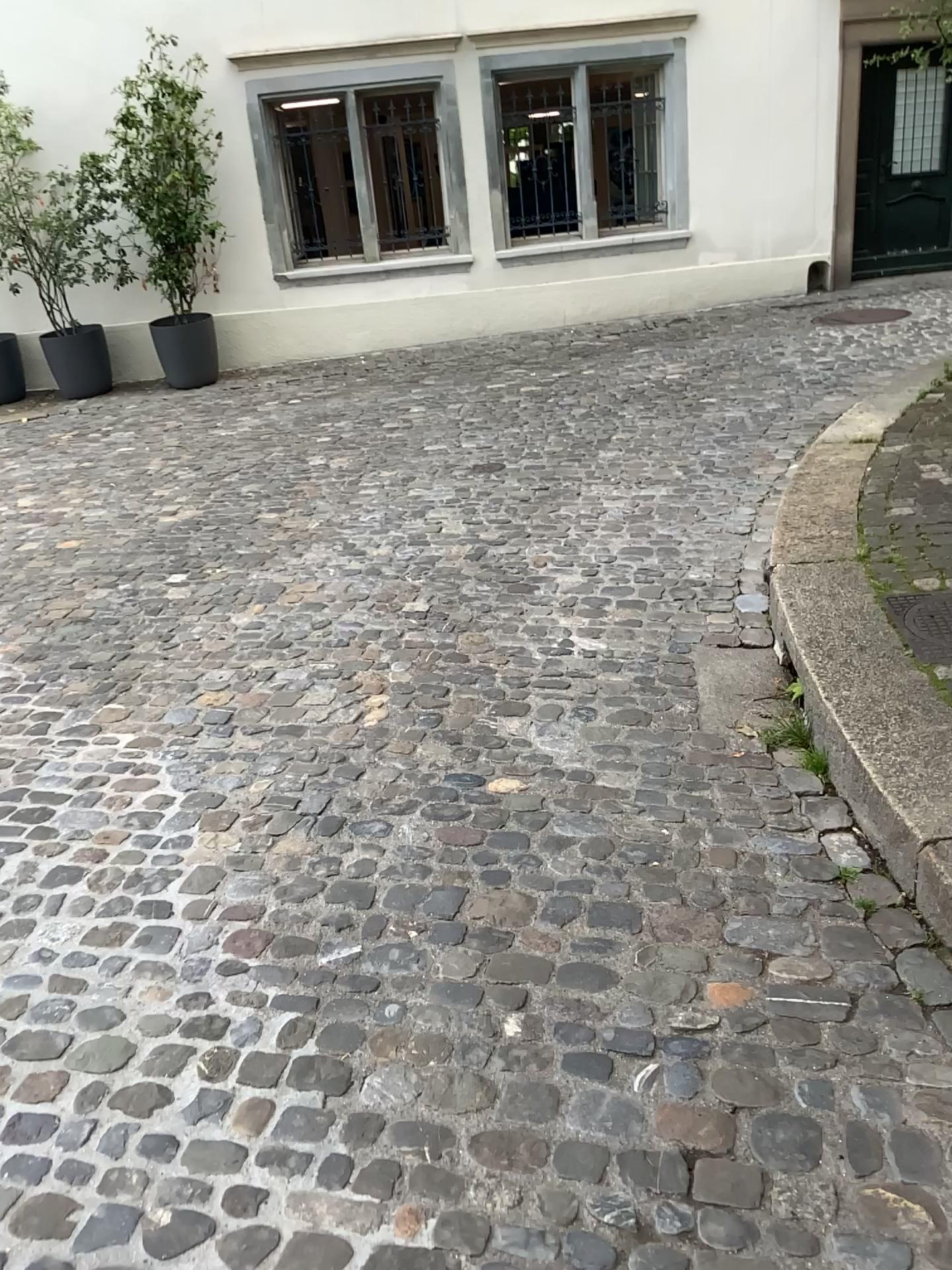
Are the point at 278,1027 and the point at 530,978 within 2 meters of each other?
yes
